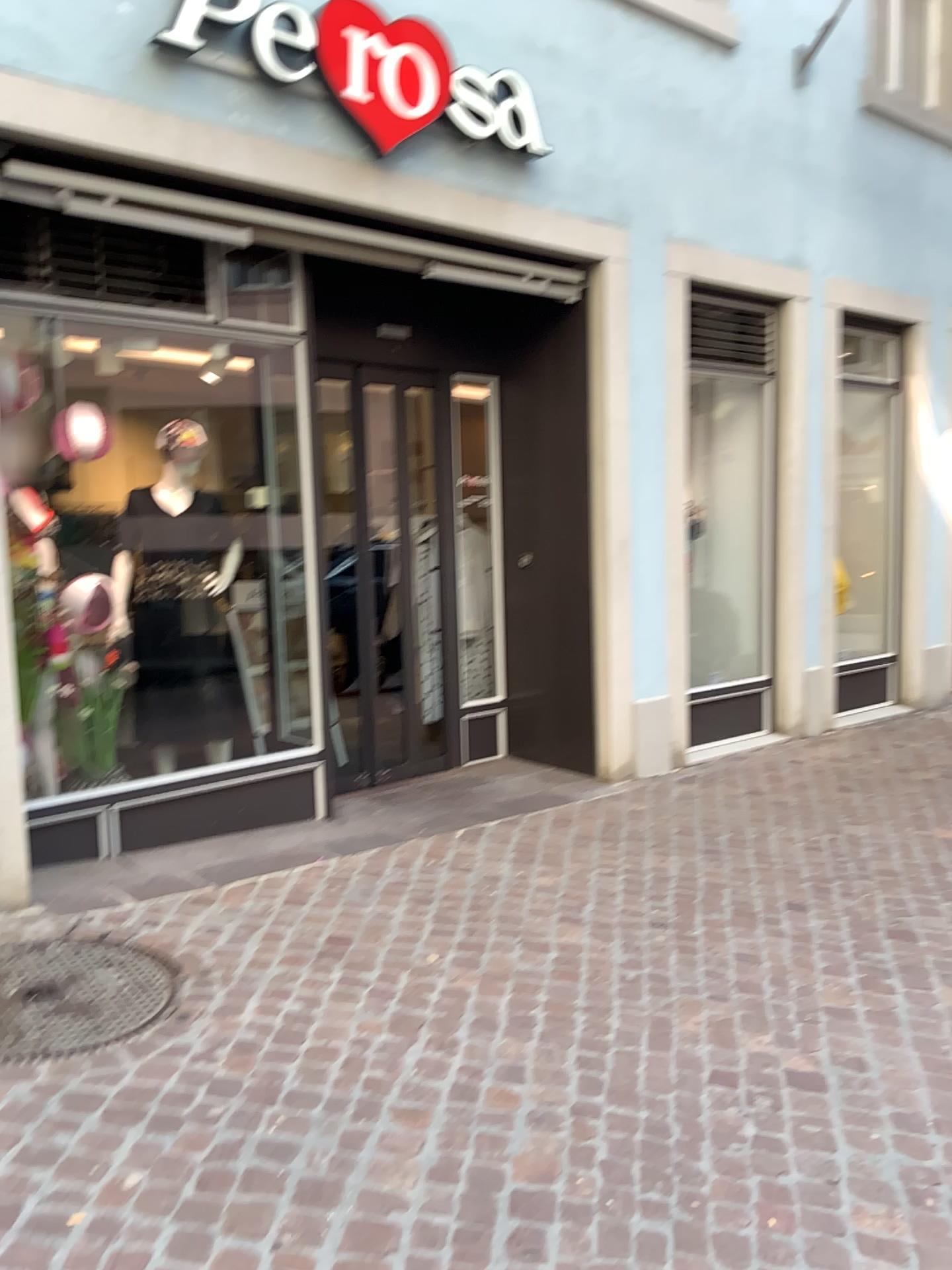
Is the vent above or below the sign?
below

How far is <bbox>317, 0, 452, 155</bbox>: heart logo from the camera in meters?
4.0

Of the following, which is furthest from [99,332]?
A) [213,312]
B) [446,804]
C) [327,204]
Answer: [446,804]

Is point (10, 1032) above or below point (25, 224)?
below

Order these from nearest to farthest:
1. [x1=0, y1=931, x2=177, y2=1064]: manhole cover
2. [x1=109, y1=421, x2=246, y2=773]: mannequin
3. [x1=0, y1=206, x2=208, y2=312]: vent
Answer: [x1=0, y1=931, x2=177, y2=1064]: manhole cover
[x1=0, y1=206, x2=208, y2=312]: vent
[x1=109, y1=421, x2=246, y2=773]: mannequin

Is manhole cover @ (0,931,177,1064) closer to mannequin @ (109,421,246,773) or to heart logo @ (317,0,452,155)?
mannequin @ (109,421,246,773)

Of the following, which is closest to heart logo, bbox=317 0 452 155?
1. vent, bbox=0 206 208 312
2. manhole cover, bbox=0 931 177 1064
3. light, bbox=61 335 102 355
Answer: vent, bbox=0 206 208 312

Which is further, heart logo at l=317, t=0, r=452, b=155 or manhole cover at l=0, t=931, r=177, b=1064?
heart logo at l=317, t=0, r=452, b=155

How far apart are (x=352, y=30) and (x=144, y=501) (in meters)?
2.04

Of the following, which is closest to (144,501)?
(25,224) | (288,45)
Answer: (25,224)
